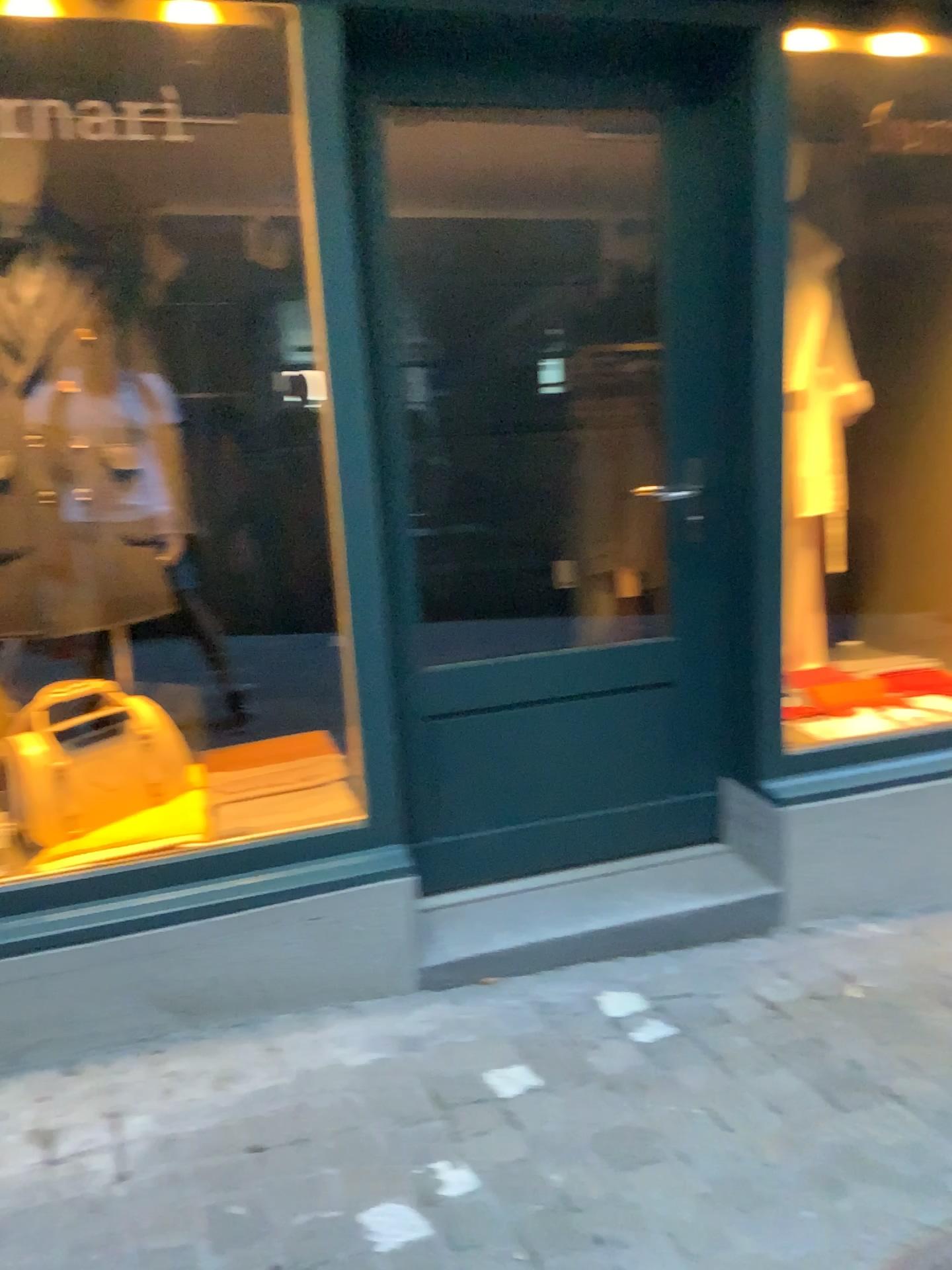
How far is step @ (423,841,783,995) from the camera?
2.4 meters

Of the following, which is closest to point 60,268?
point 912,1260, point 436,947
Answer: point 436,947

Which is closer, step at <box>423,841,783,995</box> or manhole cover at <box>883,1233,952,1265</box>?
manhole cover at <box>883,1233,952,1265</box>

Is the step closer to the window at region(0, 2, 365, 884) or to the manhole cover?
the window at region(0, 2, 365, 884)

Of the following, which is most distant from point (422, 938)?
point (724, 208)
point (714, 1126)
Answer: point (724, 208)

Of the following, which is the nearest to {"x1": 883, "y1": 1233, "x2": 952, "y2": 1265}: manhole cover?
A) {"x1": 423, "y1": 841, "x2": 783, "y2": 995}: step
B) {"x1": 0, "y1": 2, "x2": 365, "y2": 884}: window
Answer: {"x1": 423, "y1": 841, "x2": 783, "y2": 995}: step

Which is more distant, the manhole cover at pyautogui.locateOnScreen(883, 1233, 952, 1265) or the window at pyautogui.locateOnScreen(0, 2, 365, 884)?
the window at pyautogui.locateOnScreen(0, 2, 365, 884)

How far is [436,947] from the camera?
2.4 meters

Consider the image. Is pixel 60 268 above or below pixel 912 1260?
above

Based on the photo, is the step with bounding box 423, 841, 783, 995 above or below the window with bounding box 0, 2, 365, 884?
below
